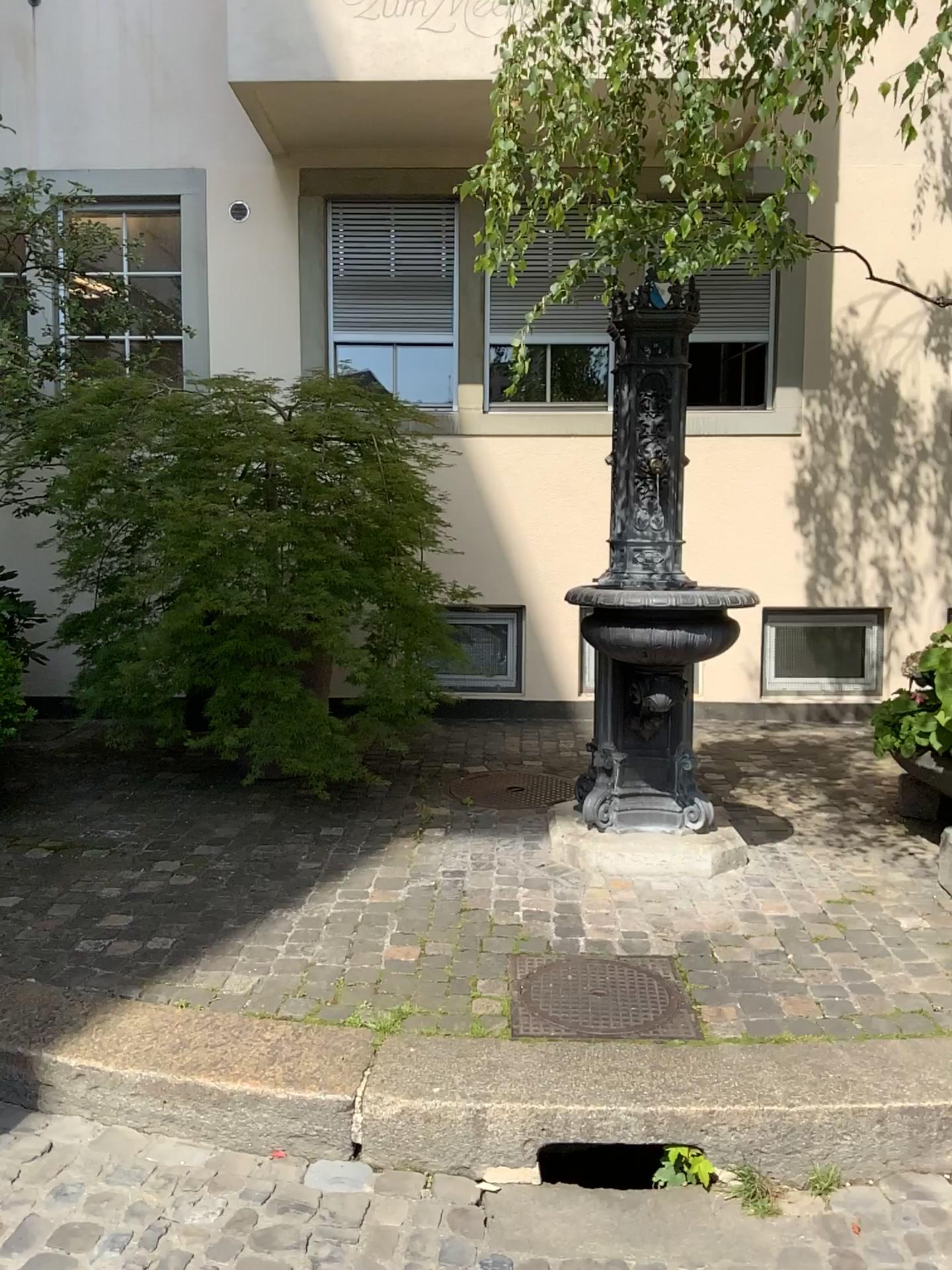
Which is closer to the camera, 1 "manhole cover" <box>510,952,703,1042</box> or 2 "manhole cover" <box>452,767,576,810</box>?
1 "manhole cover" <box>510,952,703,1042</box>

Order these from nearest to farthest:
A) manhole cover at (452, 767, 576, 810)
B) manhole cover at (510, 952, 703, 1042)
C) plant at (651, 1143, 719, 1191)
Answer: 1. plant at (651, 1143, 719, 1191)
2. manhole cover at (510, 952, 703, 1042)
3. manhole cover at (452, 767, 576, 810)

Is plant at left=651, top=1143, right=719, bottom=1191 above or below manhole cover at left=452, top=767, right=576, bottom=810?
below

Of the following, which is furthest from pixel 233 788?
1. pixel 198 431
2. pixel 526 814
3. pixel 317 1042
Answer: pixel 317 1042

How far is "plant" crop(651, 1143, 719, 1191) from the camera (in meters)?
2.40

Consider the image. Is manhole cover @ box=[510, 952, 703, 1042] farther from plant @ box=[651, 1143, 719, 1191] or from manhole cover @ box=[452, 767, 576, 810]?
manhole cover @ box=[452, 767, 576, 810]

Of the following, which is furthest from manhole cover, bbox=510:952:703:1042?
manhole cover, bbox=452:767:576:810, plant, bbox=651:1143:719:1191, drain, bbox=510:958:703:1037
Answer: manhole cover, bbox=452:767:576:810

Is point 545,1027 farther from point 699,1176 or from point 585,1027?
point 699,1176

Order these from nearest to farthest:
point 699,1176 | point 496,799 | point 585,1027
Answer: point 699,1176
point 585,1027
point 496,799

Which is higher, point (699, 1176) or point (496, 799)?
point (496, 799)
